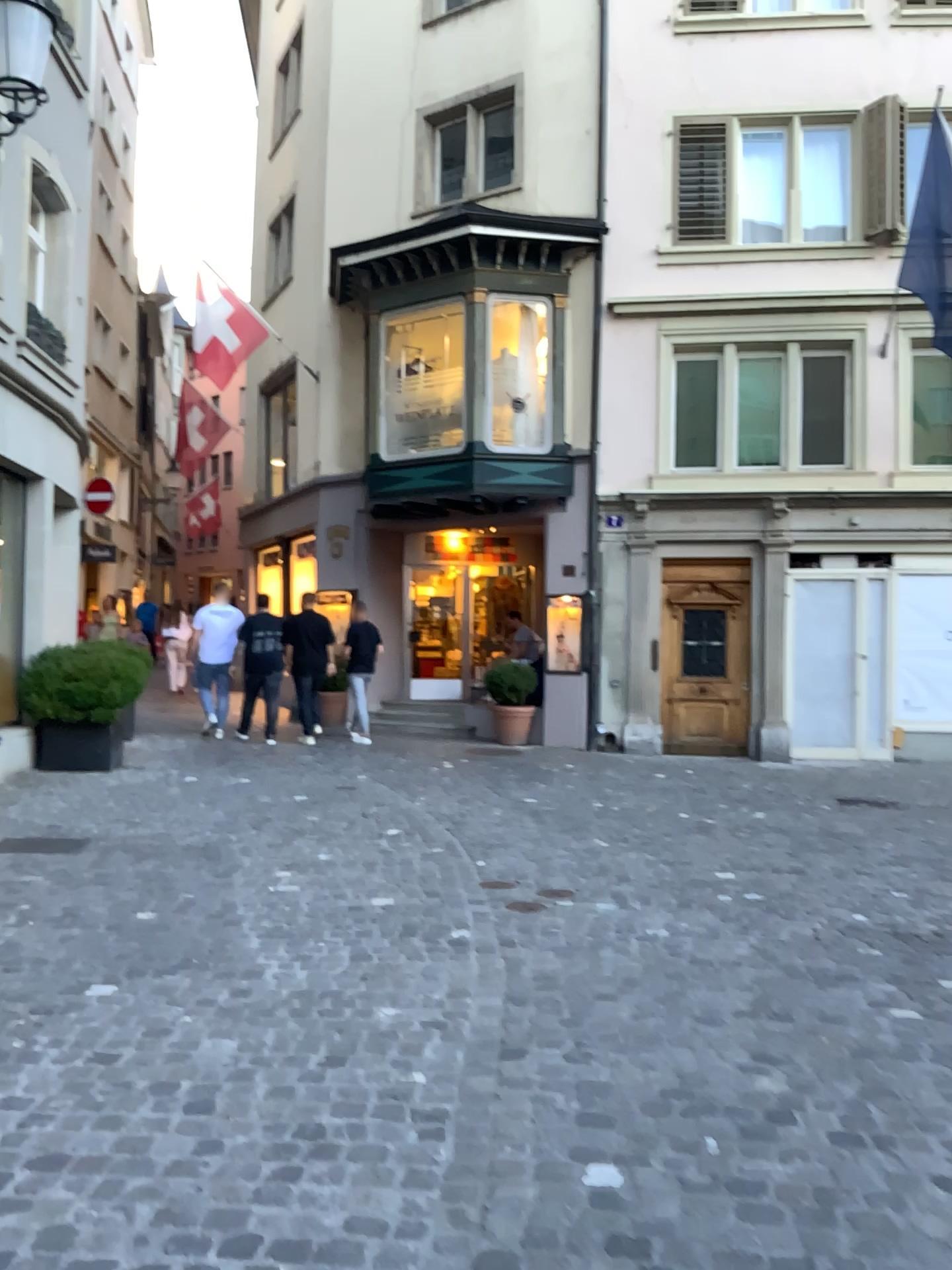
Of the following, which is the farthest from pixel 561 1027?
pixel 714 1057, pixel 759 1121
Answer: pixel 759 1121
